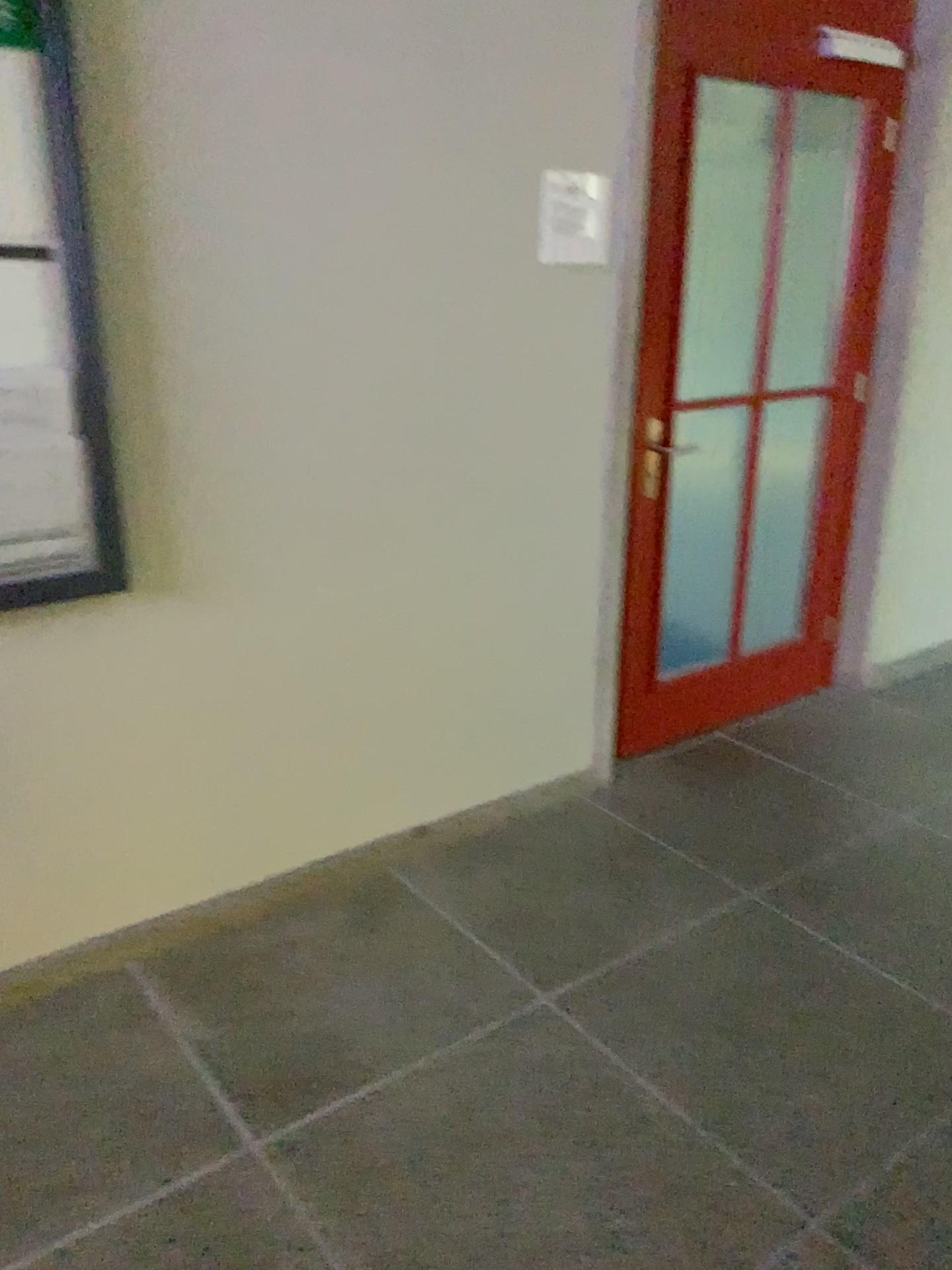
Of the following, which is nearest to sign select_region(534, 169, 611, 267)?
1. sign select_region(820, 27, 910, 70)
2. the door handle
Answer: the door handle

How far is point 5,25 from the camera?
1.7m

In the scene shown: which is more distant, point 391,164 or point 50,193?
point 391,164

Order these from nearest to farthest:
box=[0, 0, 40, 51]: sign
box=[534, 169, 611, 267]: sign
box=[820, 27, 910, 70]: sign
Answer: box=[0, 0, 40, 51]: sign < box=[534, 169, 611, 267]: sign < box=[820, 27, 910, 70]: sign

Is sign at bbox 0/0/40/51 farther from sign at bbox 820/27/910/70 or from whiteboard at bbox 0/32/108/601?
sign at bbox 820/27/910/70

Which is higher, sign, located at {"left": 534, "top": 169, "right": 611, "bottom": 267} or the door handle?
sign, located at {"left": 534, "top": 169, "right": 611, "bottom": 267}

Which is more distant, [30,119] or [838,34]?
[838,34]

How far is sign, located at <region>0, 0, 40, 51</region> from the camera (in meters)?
1.74

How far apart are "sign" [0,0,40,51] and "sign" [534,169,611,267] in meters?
1.2

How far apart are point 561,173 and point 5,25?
1.3 meters
